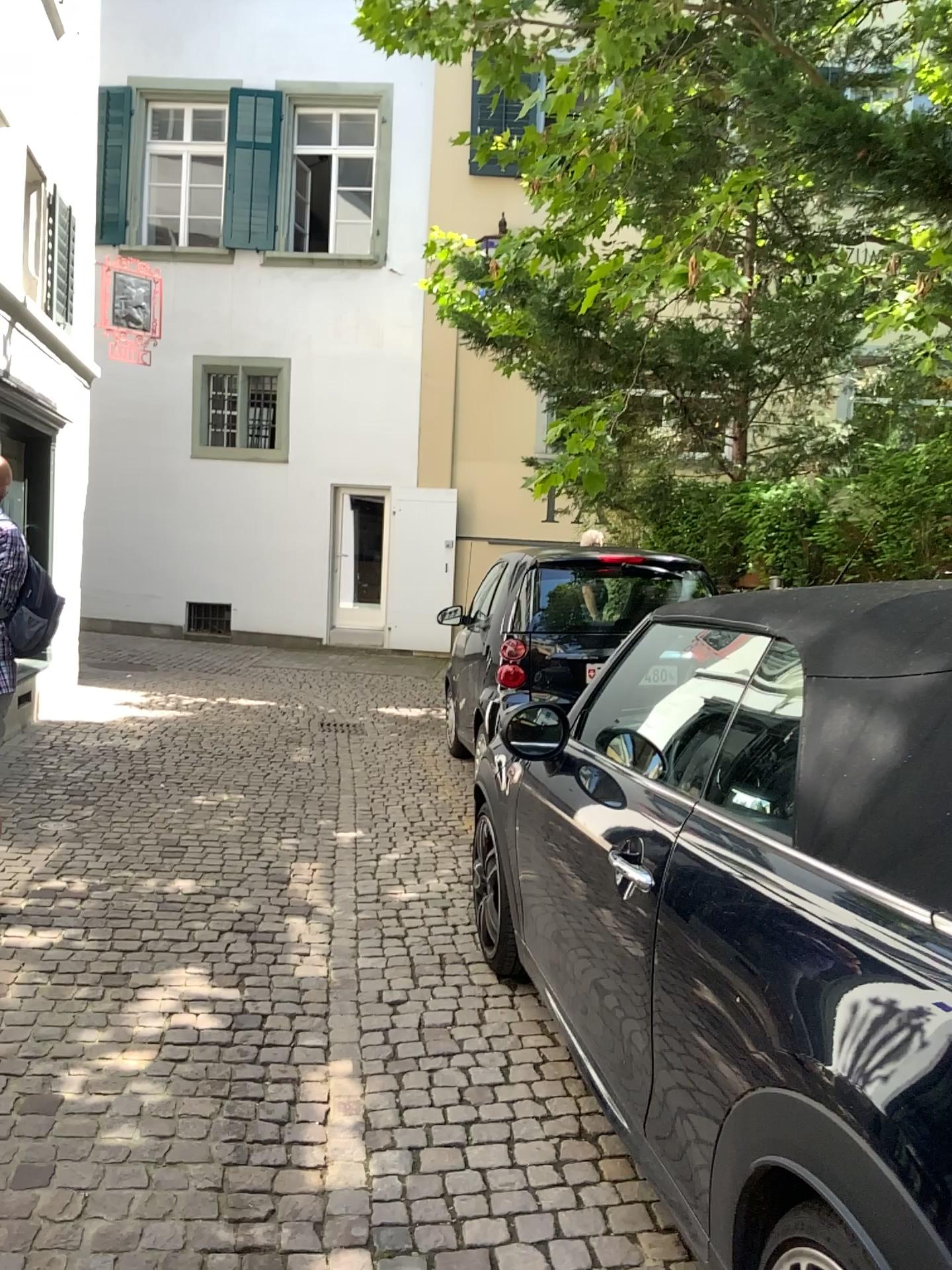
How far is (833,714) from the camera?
1.74m
